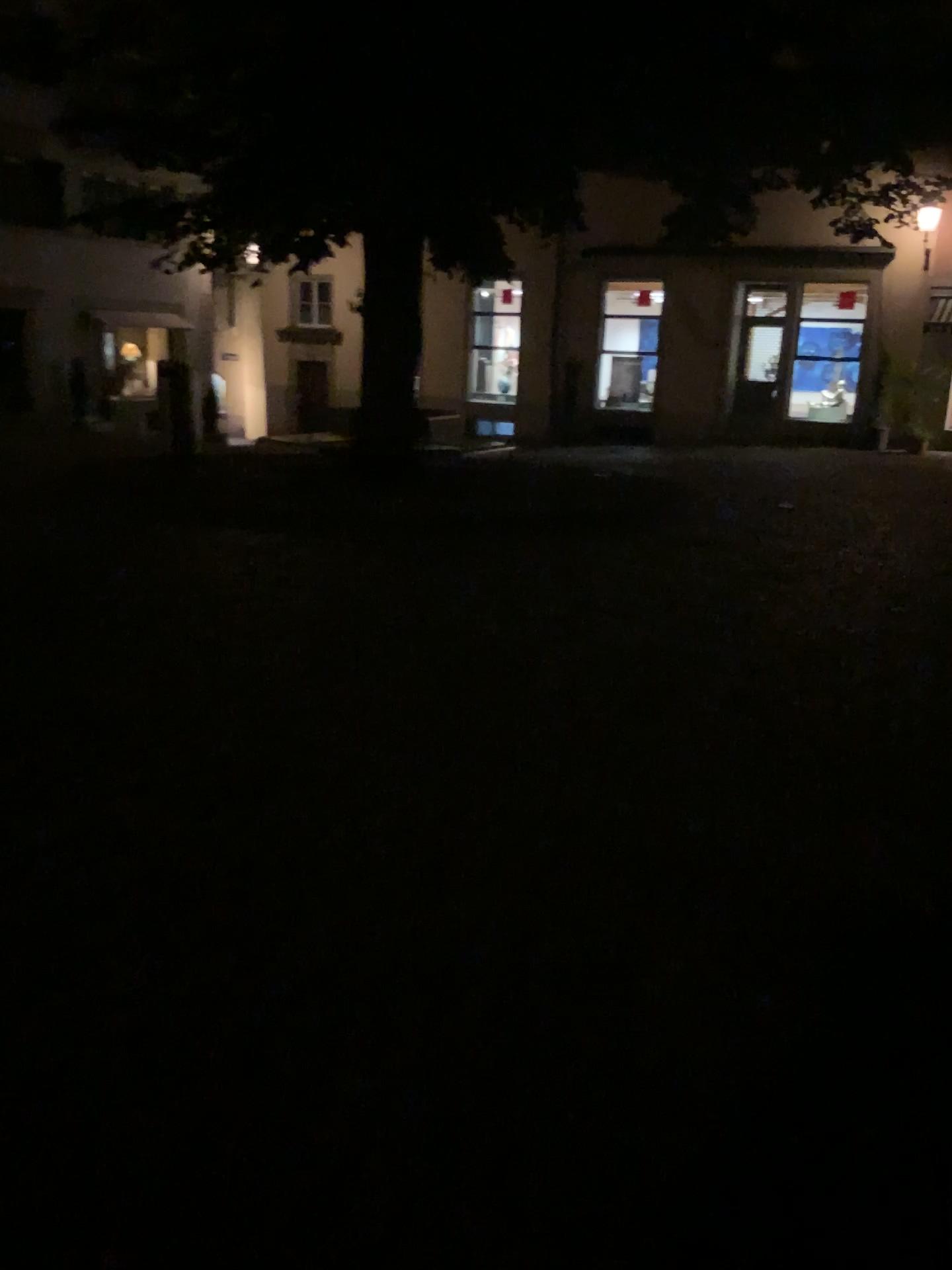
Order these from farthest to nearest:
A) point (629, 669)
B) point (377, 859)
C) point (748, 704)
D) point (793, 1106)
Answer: point (629, 669)
point (748, 704)
point (377, 859)
point (793, 1106)
